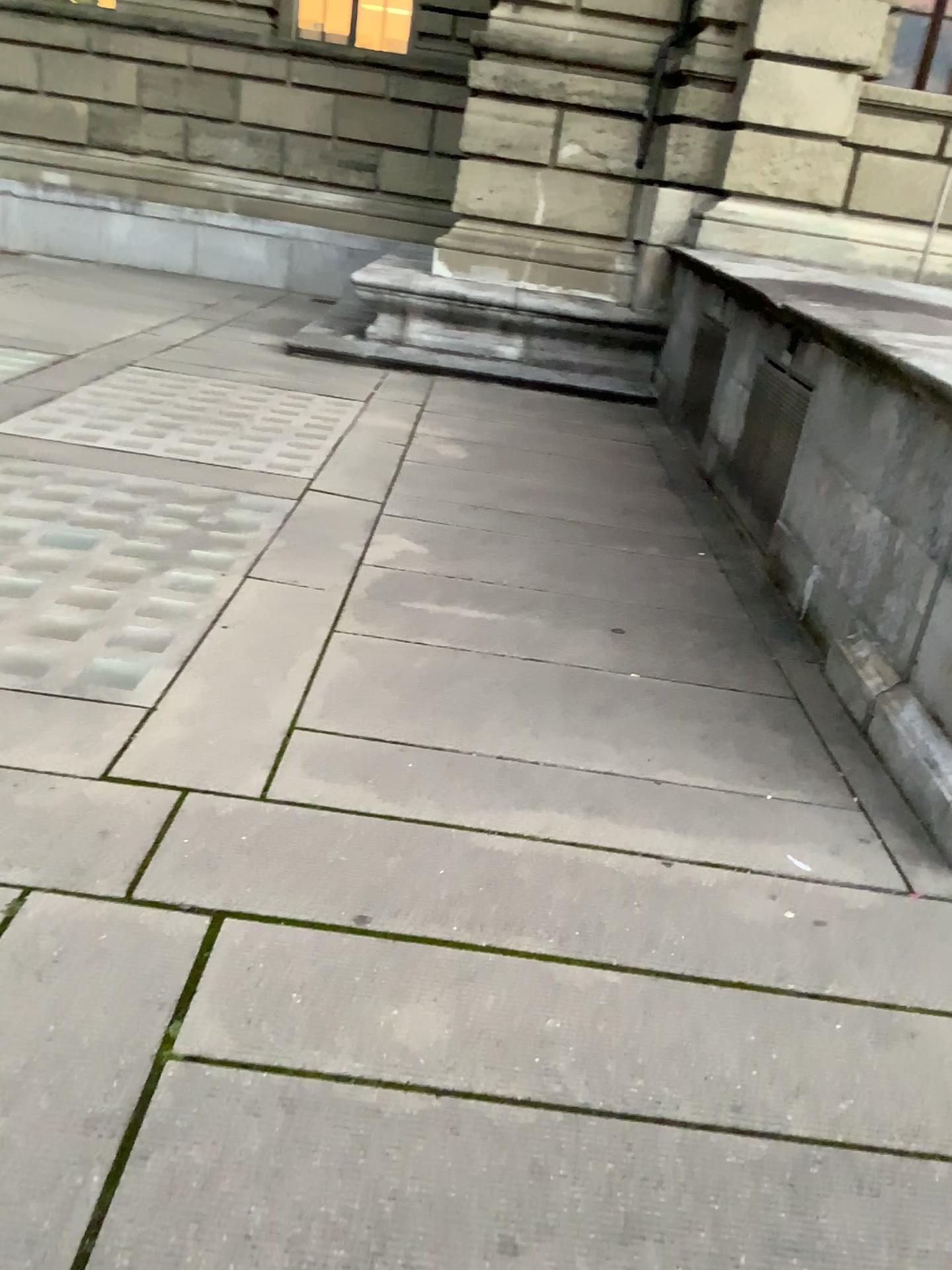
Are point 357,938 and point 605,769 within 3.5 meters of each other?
yes
